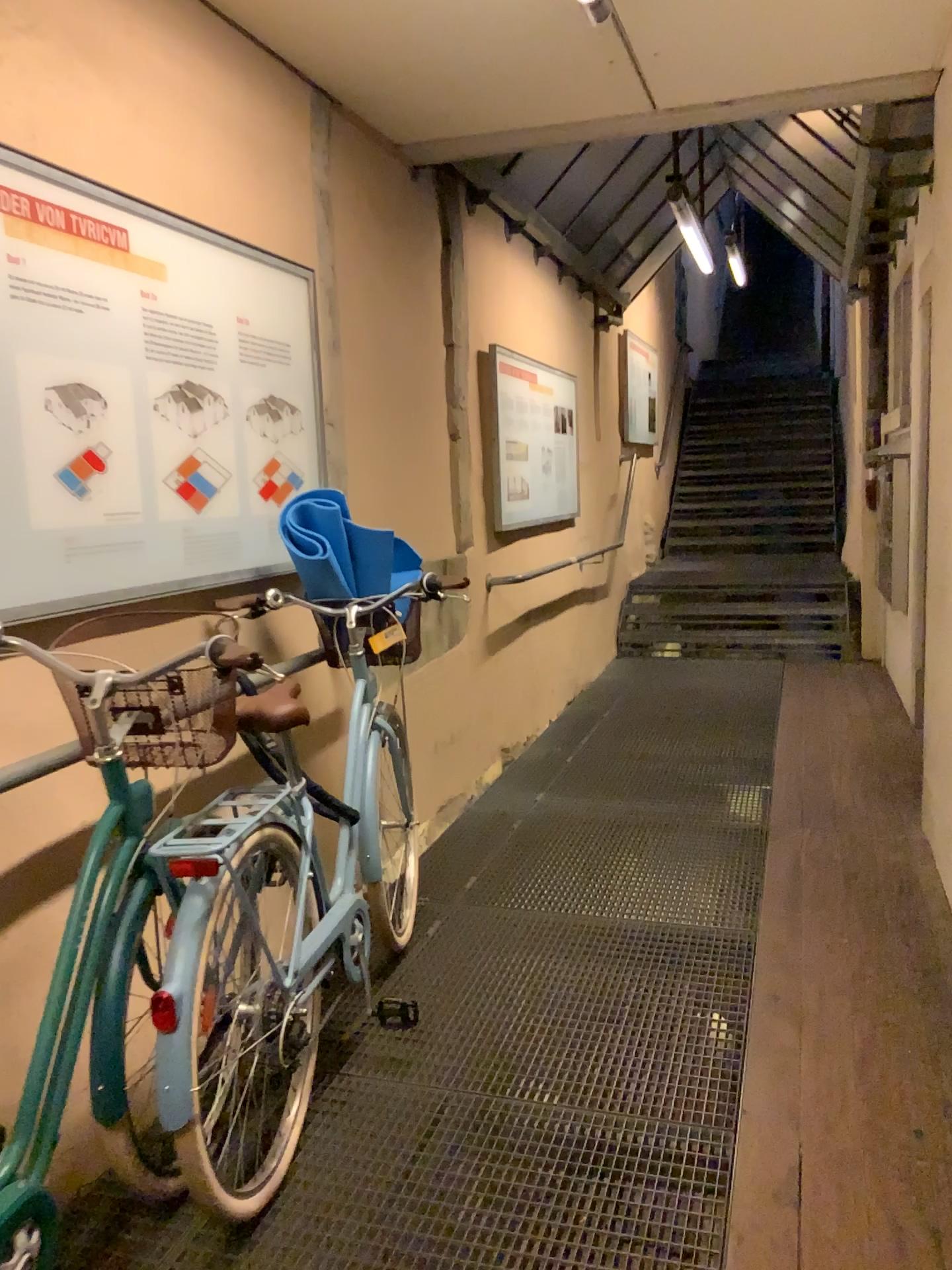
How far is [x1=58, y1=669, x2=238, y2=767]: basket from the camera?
1.9m

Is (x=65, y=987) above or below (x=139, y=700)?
below

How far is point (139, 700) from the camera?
1.88m

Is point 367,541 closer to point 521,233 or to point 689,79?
point 689,79
